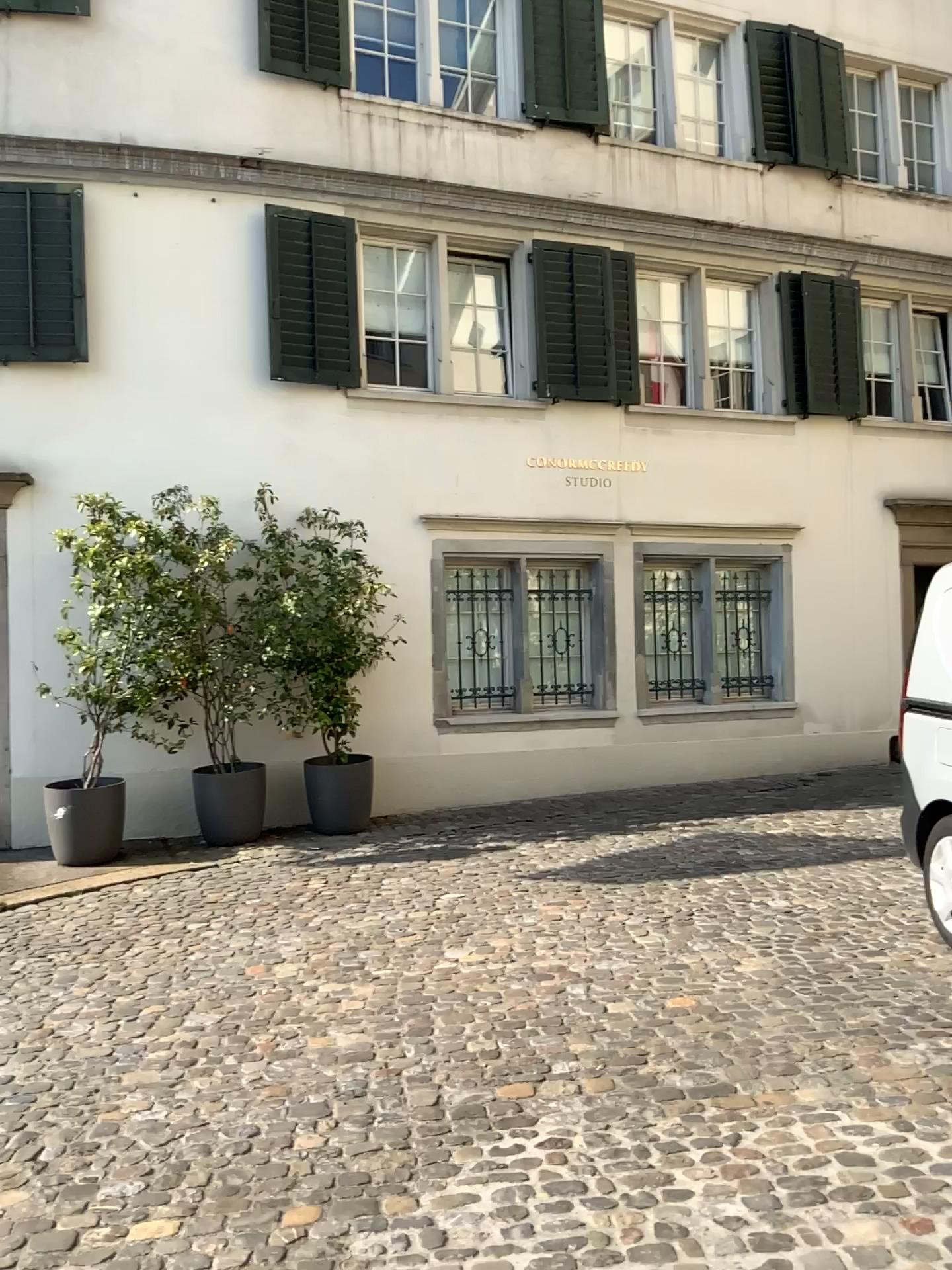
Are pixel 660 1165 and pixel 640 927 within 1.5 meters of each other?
no
